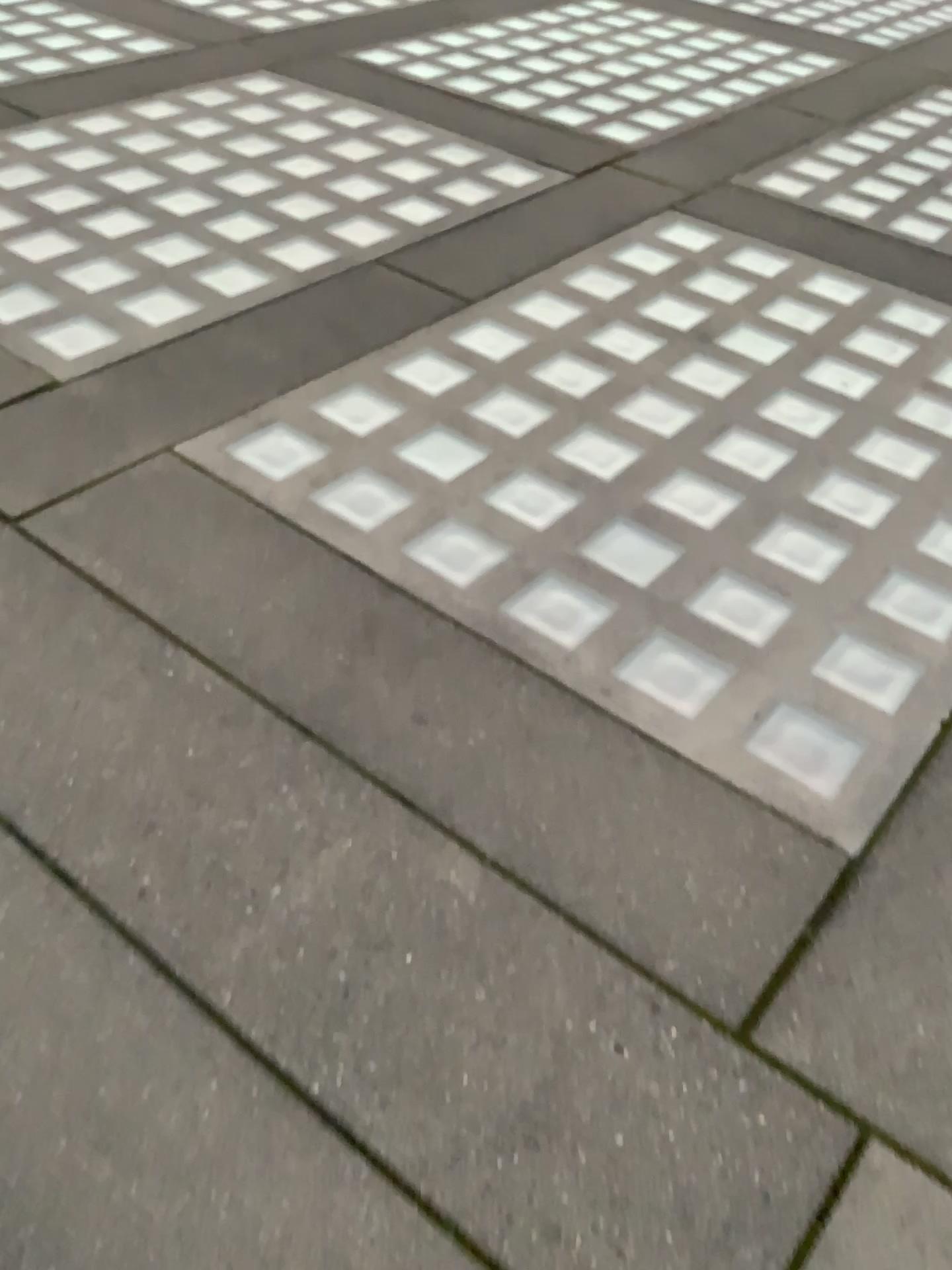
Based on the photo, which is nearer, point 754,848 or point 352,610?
point 754,848

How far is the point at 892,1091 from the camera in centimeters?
144cm

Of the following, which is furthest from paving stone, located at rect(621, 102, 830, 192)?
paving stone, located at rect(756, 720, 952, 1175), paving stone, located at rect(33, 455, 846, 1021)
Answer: paving stone, located at rect(756, 720, 952, 1175)

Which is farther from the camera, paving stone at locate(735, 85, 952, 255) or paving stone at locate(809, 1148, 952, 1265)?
paving stone at locate(735, 85, 952, 255)

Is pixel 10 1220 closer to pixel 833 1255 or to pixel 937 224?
pixel 833 1255

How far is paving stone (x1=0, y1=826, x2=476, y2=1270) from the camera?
1.2 meters

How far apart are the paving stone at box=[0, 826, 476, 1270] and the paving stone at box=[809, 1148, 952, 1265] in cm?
42

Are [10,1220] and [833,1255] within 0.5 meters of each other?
no

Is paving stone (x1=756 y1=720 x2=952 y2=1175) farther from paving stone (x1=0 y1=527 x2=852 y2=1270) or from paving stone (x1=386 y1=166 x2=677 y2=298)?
paving stone (x1=386 y1=166 x2=677 y2=298)

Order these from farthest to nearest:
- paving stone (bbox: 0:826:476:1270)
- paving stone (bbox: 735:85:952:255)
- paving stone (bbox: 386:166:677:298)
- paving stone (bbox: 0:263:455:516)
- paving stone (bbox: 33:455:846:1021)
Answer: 1. paving stone (bbox: 735:85:952:255)
2. paving stone (bbox: 386:166:677:298)
3. paving stone (bbox: 0:263:455:516)
4. paving stone (bbox: 33:455:846:1021)
5. paving stone (bbox: 0:826:476:1270)
